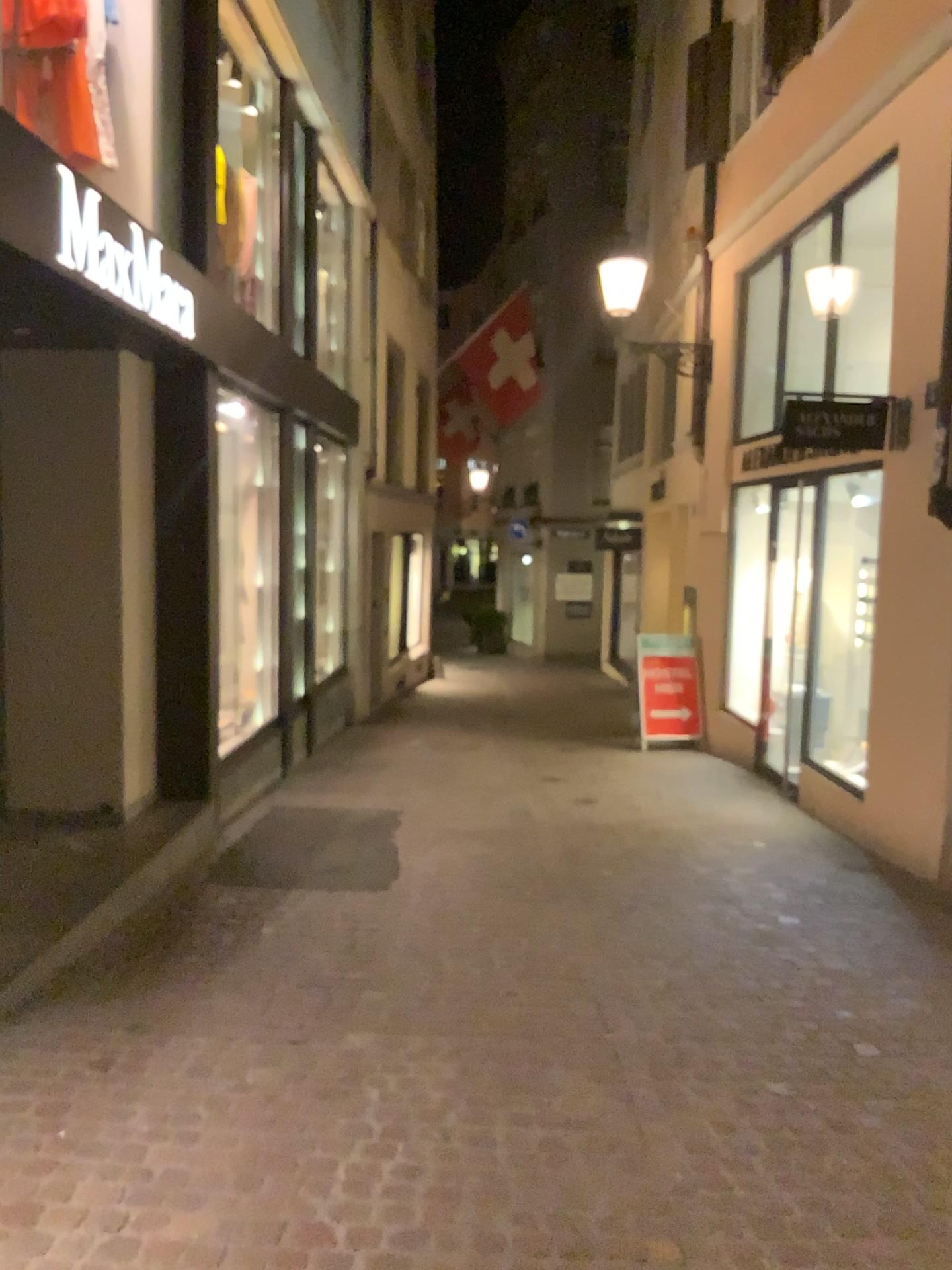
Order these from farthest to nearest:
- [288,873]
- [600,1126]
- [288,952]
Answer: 1. [288,873]
2. [288,952]
3. [600,1126]
